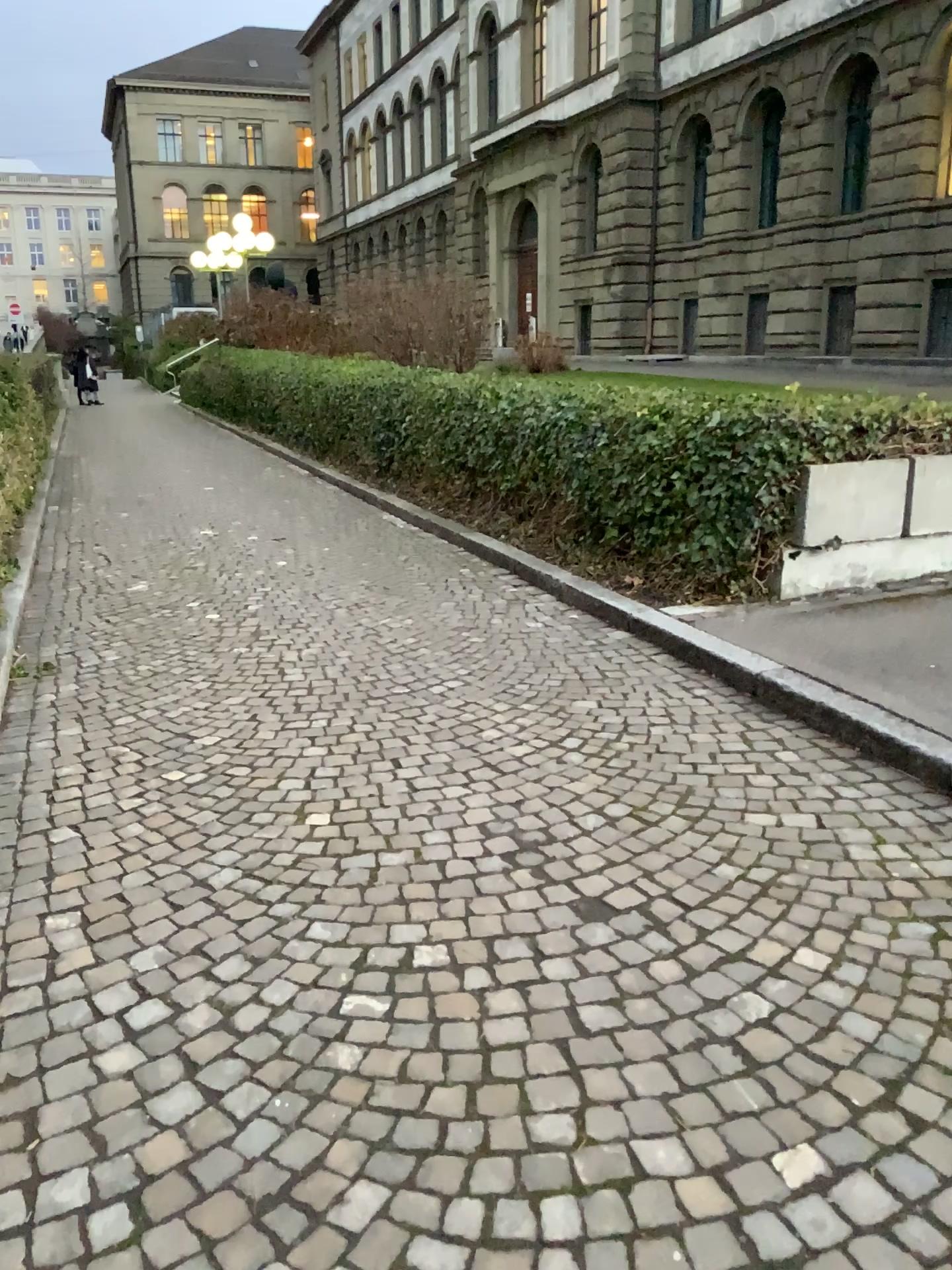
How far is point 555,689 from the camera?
4.5 meters
